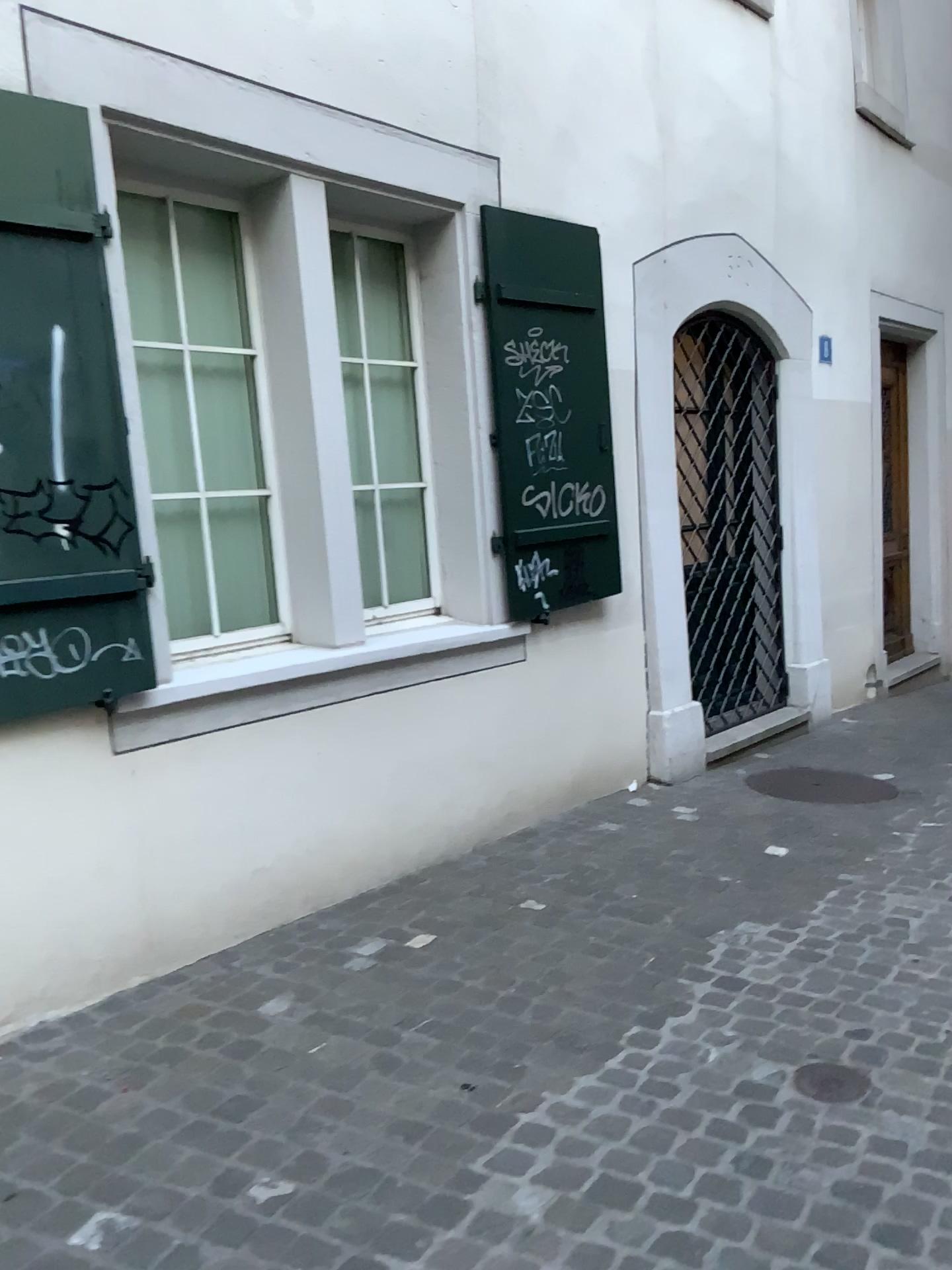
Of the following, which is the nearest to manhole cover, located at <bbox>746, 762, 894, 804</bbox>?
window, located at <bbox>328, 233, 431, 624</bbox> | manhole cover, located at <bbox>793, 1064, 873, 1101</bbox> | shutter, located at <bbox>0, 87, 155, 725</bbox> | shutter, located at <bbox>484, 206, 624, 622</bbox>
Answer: shutter, located at <bbox>484, 206, 624, 622</bbox>

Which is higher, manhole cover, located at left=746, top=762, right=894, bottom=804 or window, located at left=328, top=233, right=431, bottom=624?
window, located at left=328, top=233, right=431, bottom=624

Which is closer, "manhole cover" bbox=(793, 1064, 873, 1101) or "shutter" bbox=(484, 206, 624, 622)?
"manhole cover" bbox=(793, 1064, 873, 1101)

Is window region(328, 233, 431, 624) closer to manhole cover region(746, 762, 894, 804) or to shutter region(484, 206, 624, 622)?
shutter region(484, 206, 624, 622)

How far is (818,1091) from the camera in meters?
2.4 m

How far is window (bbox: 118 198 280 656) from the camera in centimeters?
358cm

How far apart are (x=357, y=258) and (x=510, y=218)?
0.7m

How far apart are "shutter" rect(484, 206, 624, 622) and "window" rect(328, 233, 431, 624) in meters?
0.4 m

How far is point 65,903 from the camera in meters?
3.0

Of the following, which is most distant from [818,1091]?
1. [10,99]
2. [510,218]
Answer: [510,218]
